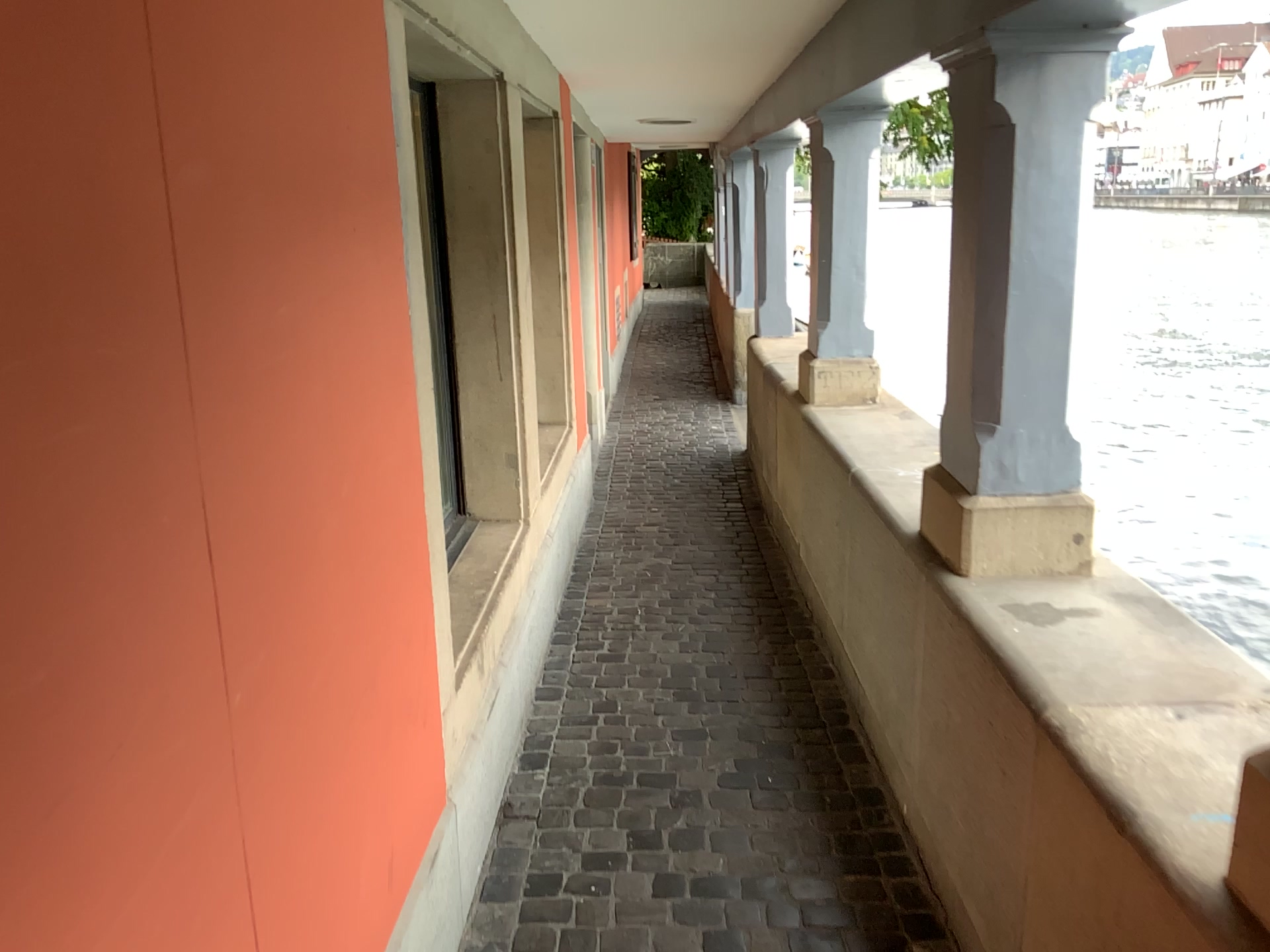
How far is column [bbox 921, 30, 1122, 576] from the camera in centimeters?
209cm

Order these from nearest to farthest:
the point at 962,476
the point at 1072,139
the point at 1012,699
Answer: the point at 1012,699 < the point at 1072,139 < the point at 962,476

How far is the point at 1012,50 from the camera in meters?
2.1
